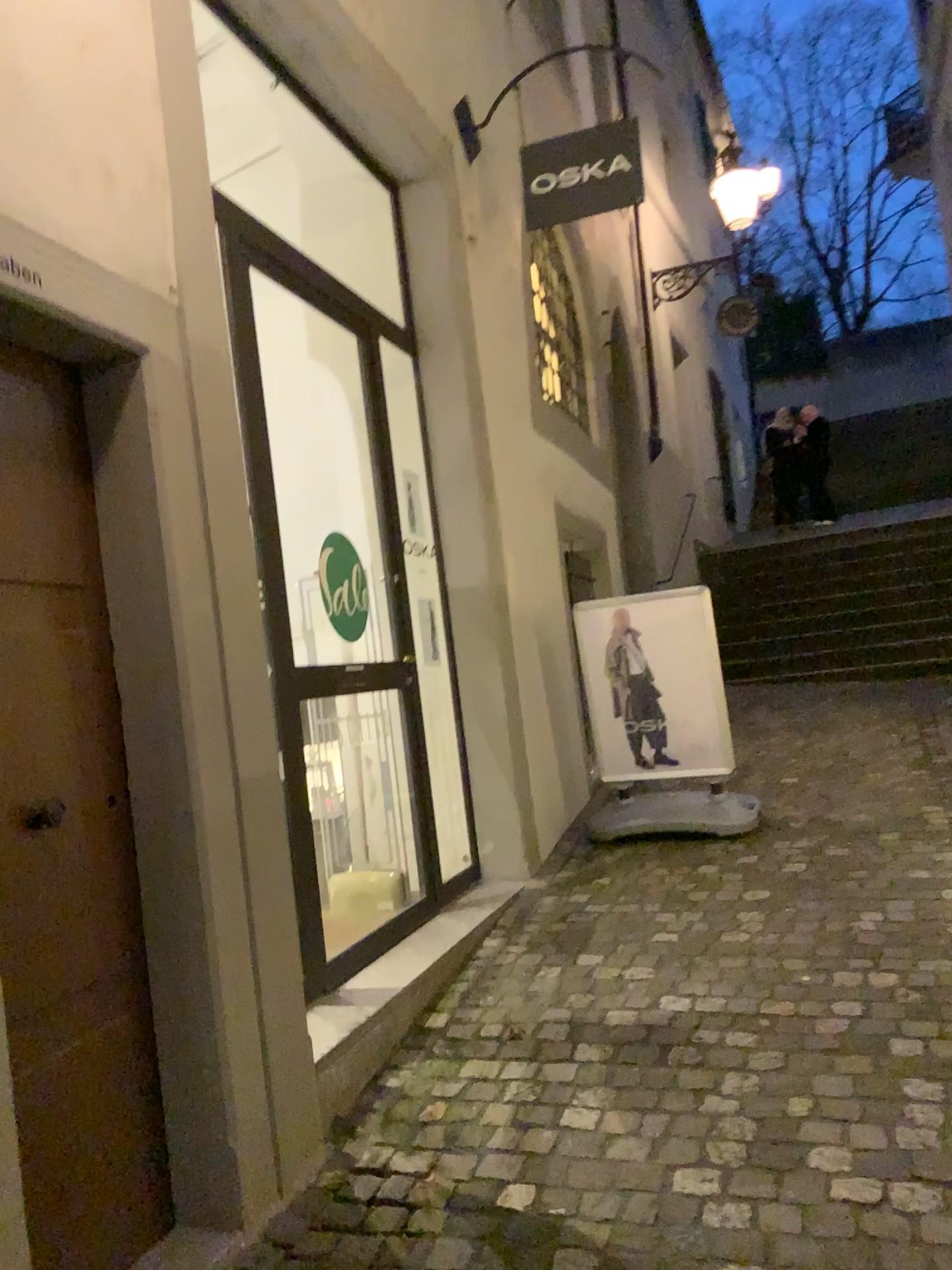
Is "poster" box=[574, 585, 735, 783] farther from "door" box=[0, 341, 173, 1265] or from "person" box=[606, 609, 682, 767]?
"door" box=[0, 341, 173, 1265]

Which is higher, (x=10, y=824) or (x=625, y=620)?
(x=625, y=620)

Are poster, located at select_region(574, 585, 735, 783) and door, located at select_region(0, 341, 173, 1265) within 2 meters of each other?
no

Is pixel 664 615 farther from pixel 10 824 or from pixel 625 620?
pixel 10 824

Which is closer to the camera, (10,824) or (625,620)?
(10,824)

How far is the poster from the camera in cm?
491

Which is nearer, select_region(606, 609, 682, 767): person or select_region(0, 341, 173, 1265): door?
select_region(0, 341, 173, 1265): door

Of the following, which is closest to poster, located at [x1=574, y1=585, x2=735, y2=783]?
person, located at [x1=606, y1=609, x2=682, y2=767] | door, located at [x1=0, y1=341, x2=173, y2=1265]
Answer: person, located at [x1=606, y1=609, x2=682, y2=767]

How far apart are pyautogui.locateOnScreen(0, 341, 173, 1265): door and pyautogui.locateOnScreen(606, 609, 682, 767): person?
3.00m

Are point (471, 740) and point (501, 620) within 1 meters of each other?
yes
